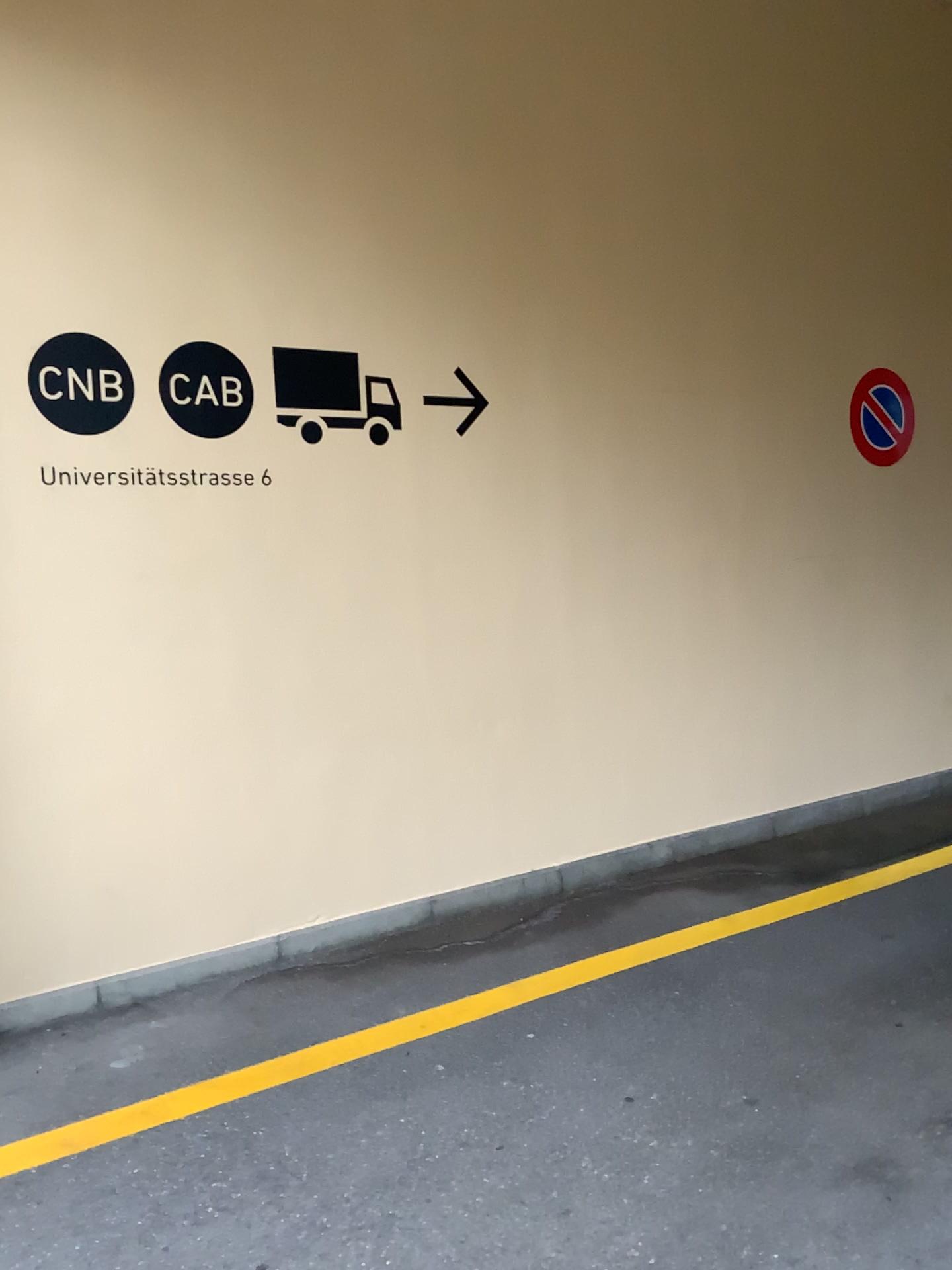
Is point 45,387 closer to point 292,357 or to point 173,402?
point 173,402

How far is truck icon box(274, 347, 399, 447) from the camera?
3.8 meters

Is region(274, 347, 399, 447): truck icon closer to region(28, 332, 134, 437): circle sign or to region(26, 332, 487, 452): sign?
region(26, 332, 487, 452): sign

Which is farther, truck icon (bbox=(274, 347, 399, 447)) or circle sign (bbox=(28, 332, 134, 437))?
truck icon (bbox=(274, 347, 399, 447))

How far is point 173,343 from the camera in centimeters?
358cm

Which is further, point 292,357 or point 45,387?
point 292,357

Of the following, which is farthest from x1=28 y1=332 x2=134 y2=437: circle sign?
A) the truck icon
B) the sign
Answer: the truck icon

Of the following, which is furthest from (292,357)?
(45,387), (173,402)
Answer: (45,387)

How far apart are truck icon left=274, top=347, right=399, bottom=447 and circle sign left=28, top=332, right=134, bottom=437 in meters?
0.6 m
